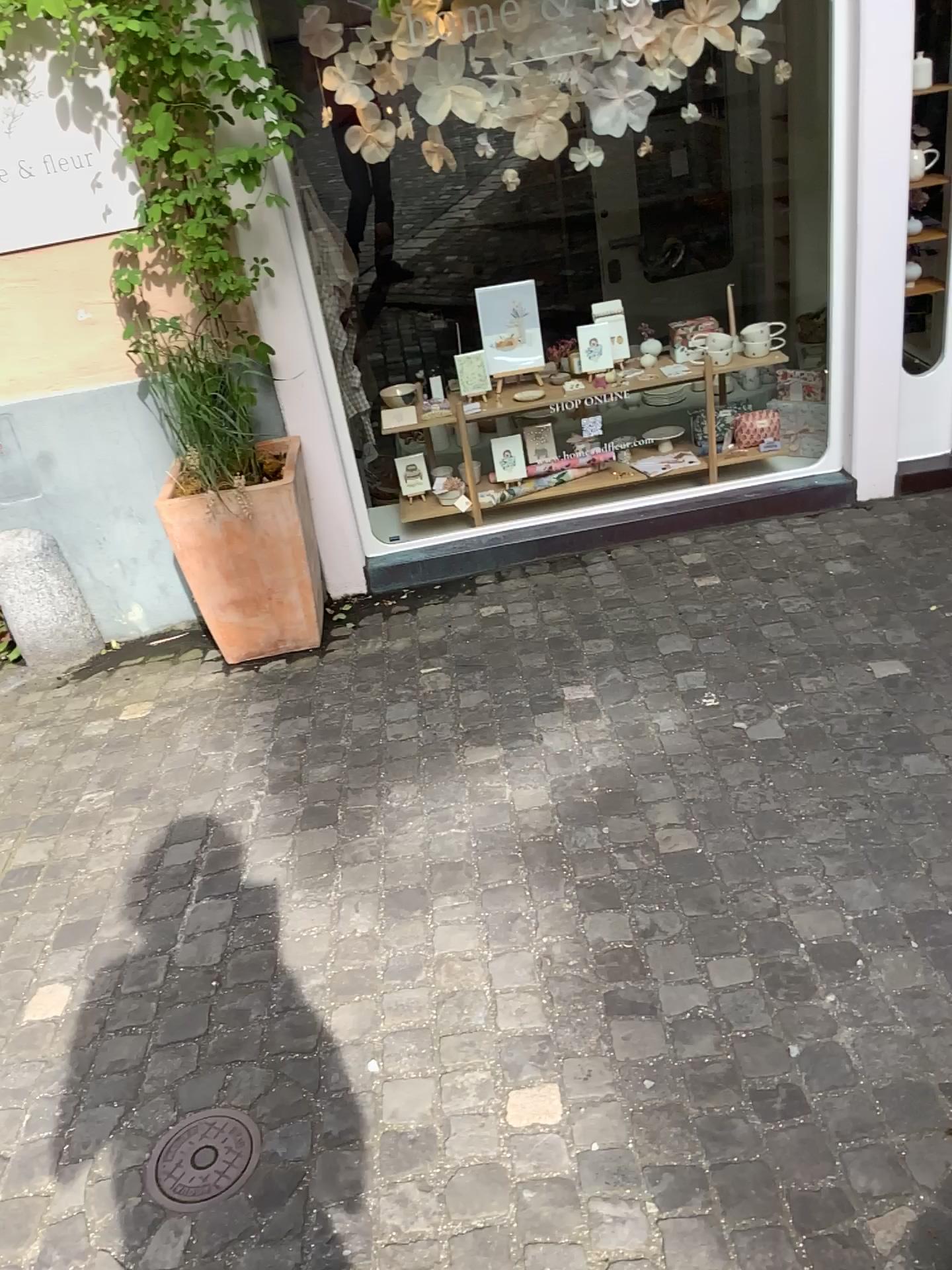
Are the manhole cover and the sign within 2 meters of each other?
no

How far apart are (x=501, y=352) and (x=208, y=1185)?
3.03m

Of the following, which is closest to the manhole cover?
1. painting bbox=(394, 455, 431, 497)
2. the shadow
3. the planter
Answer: the shadow

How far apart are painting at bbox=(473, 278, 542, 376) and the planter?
0.91m

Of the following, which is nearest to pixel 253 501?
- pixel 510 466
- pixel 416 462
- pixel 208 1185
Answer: pixel 416 462

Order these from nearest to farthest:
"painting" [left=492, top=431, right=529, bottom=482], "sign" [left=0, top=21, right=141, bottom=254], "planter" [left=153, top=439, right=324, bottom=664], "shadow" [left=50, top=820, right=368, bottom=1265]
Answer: "shadow" [left=50, top=820, right=368, bottom=1265] < "sign" [left=0, top=21, right=141, bottom=254] < "planter" [left=153, top=439, right=324, bottom=664] < "painting" [left=492, top=431, right=529, bottom=482]

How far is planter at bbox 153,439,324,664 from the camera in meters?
3.2 m

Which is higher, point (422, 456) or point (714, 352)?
point (714, 352)

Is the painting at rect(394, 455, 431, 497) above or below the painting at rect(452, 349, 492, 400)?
below

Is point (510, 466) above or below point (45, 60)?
below
